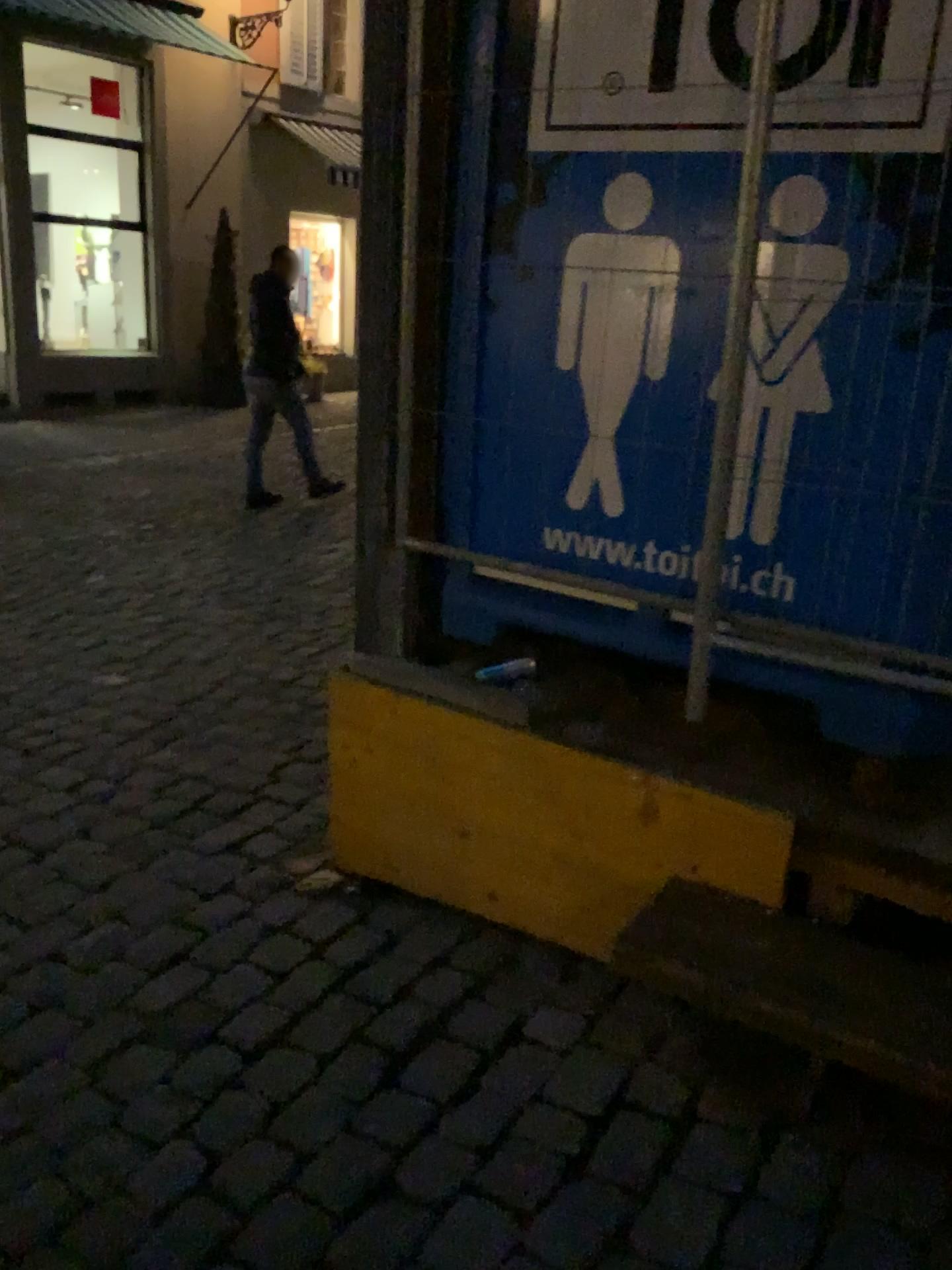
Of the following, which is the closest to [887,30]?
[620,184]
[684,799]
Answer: [620,184]

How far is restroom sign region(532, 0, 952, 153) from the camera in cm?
167

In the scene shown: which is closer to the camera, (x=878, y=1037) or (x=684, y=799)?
(x=878, y=1037)

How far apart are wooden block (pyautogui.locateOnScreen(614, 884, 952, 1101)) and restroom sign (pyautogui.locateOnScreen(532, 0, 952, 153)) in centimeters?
131cm

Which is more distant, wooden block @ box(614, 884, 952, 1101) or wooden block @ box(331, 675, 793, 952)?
wooden block @ box(331, 675, 793, 952)

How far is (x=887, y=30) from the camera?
1.7 meters

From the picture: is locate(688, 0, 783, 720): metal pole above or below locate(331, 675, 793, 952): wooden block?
above

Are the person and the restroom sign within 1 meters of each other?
yes

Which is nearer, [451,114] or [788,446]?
[788,446]

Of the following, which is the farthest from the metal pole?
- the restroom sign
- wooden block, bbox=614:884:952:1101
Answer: wooden block, bbox=614:884:952:1101
